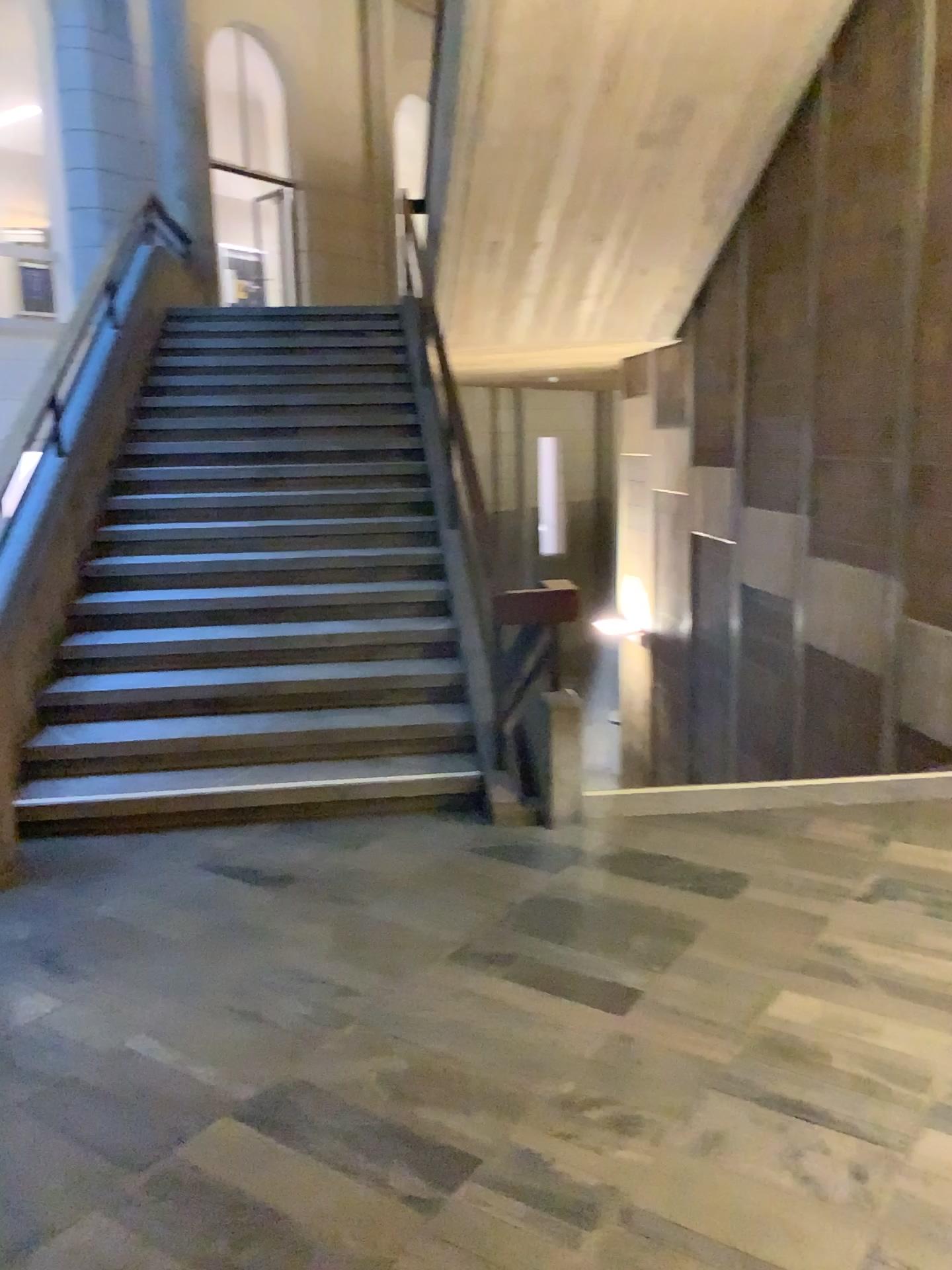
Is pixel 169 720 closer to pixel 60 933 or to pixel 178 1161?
pixel 60 933
